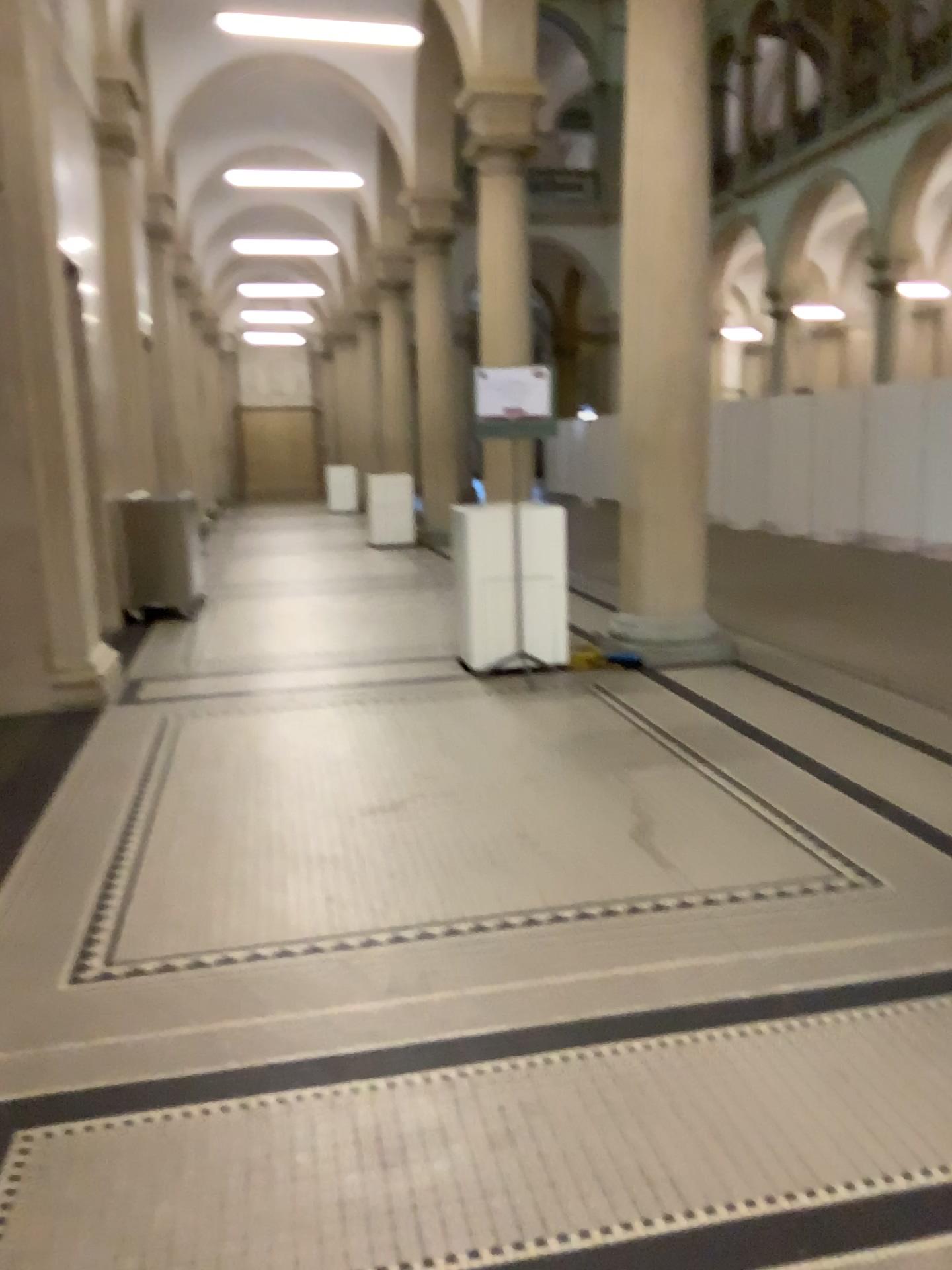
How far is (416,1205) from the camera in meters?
1.9 m
